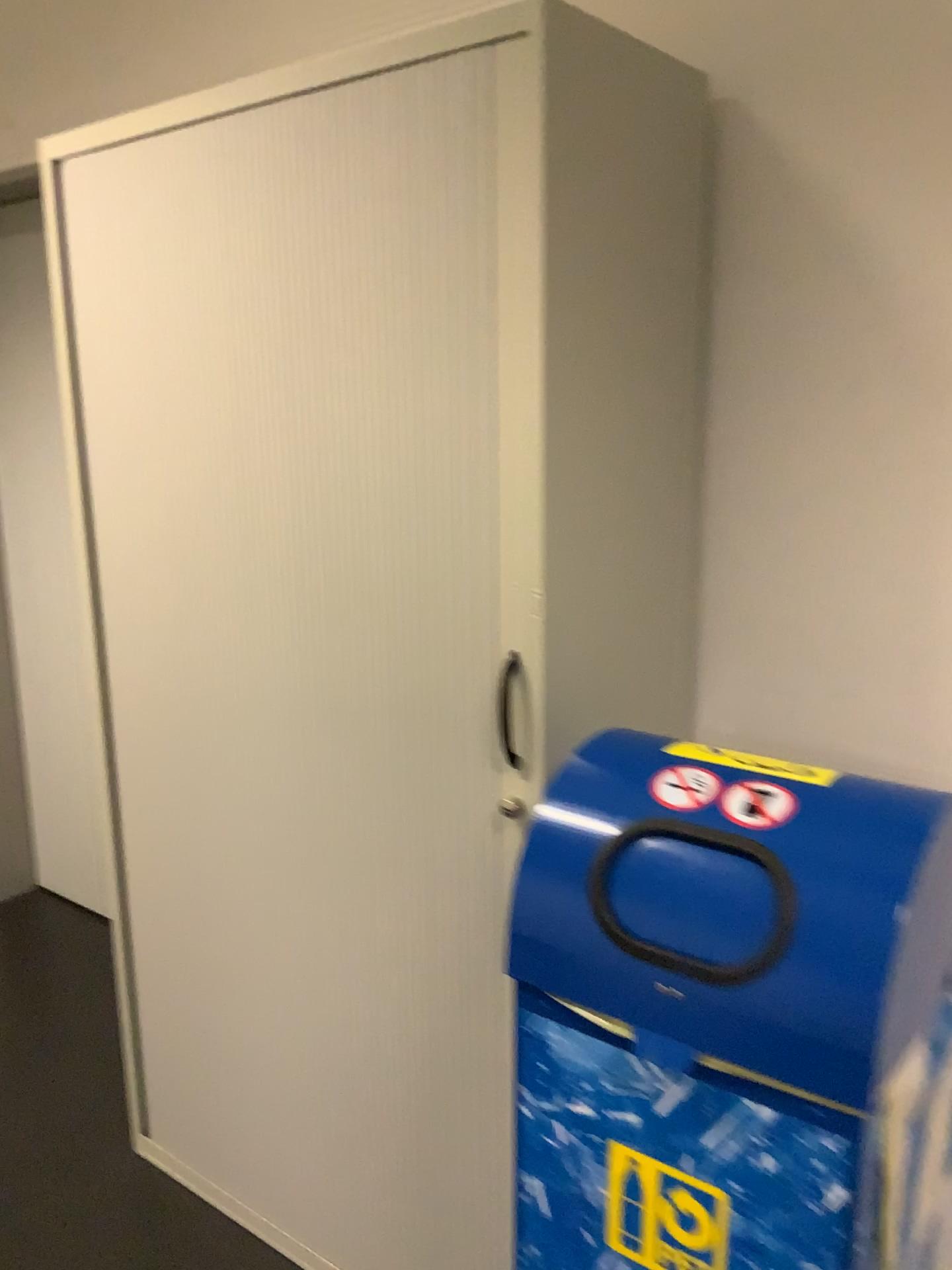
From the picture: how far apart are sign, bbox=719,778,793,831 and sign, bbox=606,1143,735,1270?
0.35m

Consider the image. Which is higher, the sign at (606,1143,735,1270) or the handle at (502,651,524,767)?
the handle at (502,651,524,767)

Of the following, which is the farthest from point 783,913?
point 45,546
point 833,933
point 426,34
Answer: point 45,546

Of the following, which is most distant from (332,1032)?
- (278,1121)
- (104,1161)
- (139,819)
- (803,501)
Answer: (803,501)

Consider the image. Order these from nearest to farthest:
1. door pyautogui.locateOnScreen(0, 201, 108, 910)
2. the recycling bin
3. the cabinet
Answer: the recycling bin → the cabinet → door pyautogui.locateOnScreen(0, 201, 108, 910)

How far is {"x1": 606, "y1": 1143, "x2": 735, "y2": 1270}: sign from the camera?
1.0m

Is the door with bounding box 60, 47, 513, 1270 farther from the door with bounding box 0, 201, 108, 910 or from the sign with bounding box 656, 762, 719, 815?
the door with bounding box 0, 201, 108, 910

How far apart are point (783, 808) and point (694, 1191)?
0.4m

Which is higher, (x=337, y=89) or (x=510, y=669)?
(x=337, y=89)

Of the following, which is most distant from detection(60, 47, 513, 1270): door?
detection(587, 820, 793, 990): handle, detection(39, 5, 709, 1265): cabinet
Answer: detection(587, 820, 793, 990): handle
